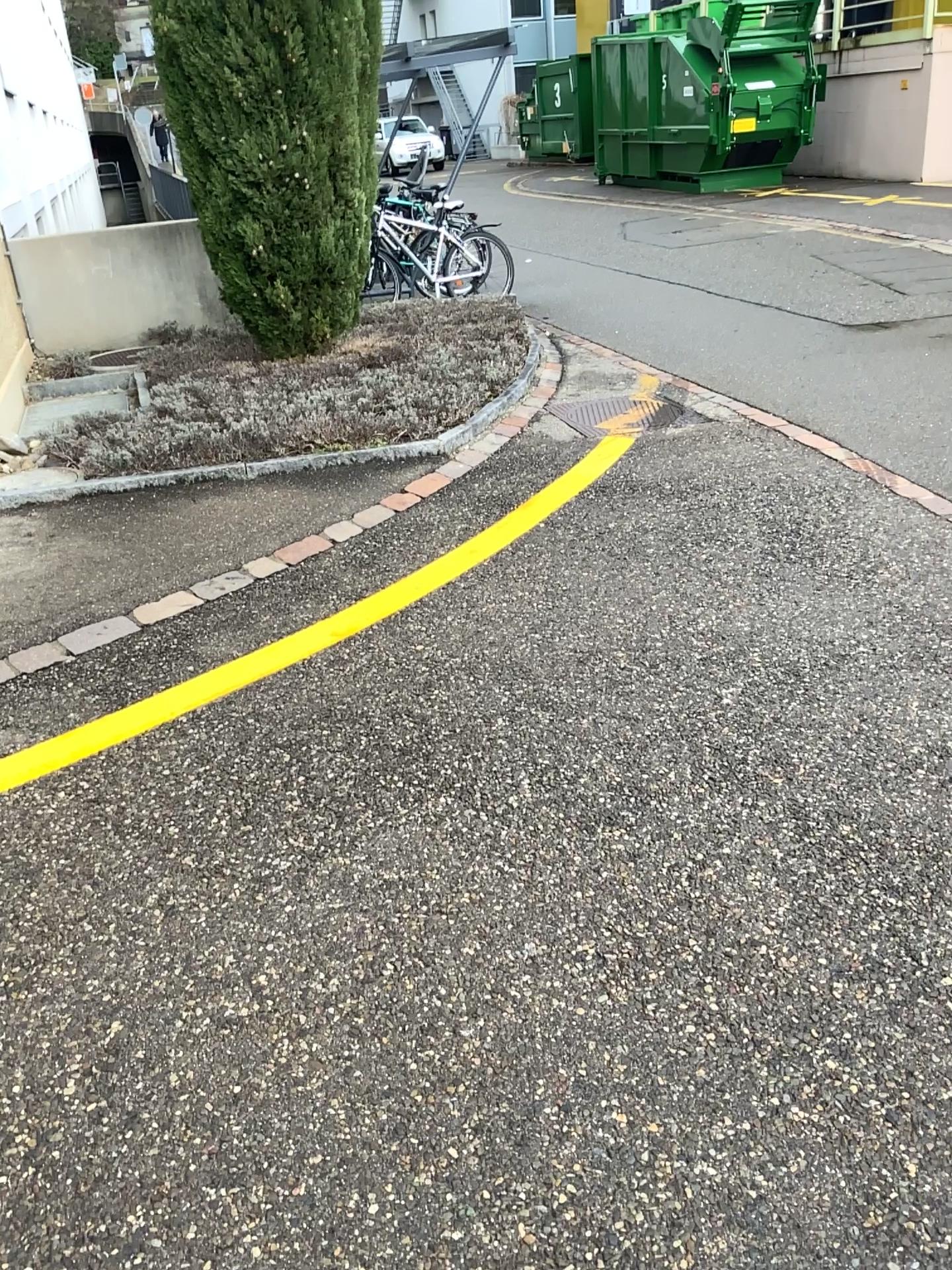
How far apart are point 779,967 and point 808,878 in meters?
0.3
